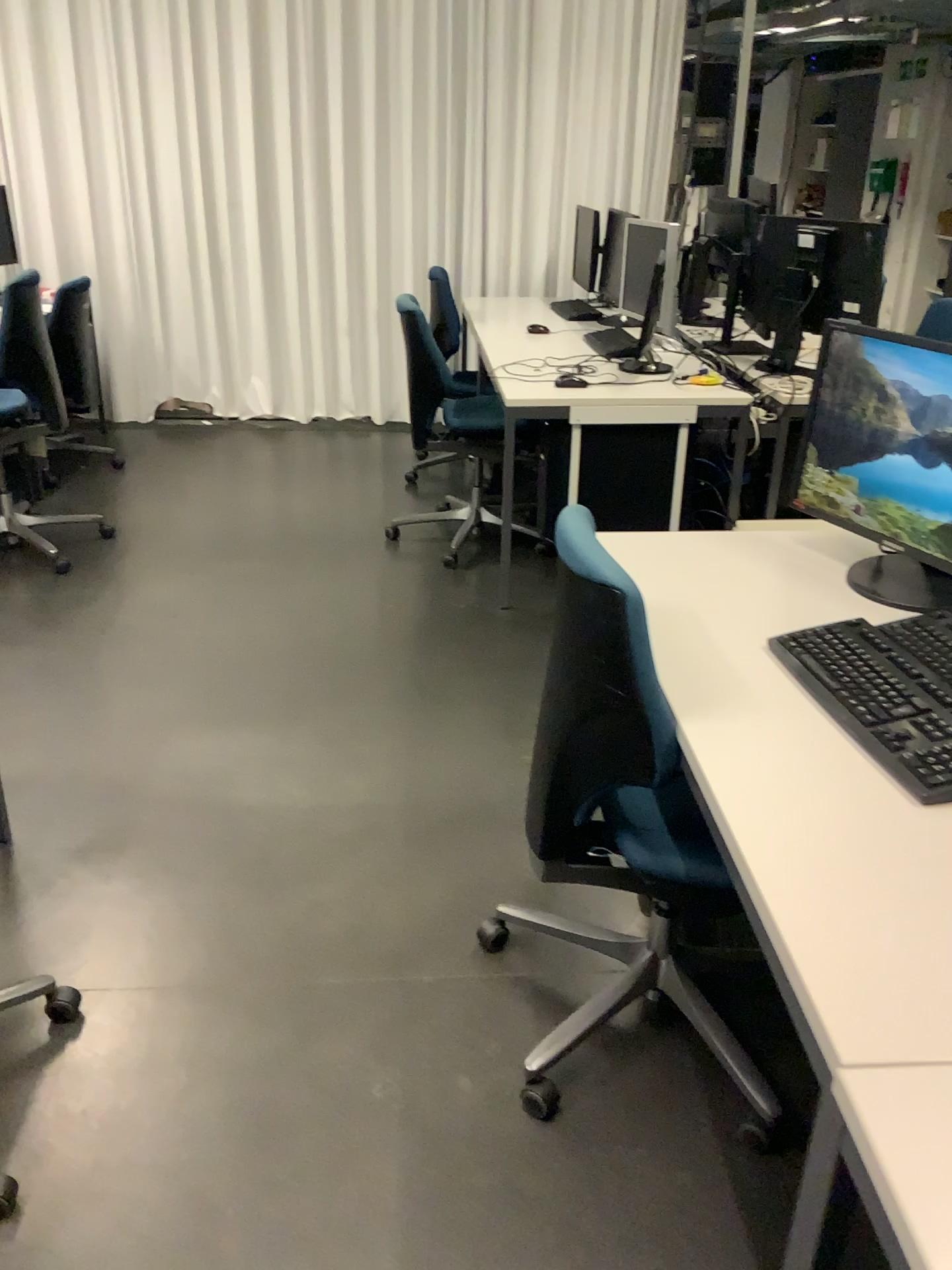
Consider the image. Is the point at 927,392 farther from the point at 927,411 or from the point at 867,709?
the point at 867,709

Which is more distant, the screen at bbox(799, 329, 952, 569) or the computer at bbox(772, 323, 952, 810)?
the screen at bbox(799, 329, 952, 569)

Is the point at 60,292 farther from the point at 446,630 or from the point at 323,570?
the point at 446,630

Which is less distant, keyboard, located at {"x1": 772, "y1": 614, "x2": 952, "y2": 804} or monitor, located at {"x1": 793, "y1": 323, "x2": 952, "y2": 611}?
keyboard, located at {"x1": 772, "y1": 614, "x2": 952, "y2": 804}

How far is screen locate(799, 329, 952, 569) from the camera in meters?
1.8 m

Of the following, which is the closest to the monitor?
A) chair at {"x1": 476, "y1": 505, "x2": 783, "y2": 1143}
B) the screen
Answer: the screen

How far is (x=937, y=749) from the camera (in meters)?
1.37

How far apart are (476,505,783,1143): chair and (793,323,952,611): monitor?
0.58m

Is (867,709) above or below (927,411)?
below

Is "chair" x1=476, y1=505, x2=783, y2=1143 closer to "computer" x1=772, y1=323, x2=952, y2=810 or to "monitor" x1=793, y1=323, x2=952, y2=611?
"computer" x1=772, y1=323, x2=952, y2=810
